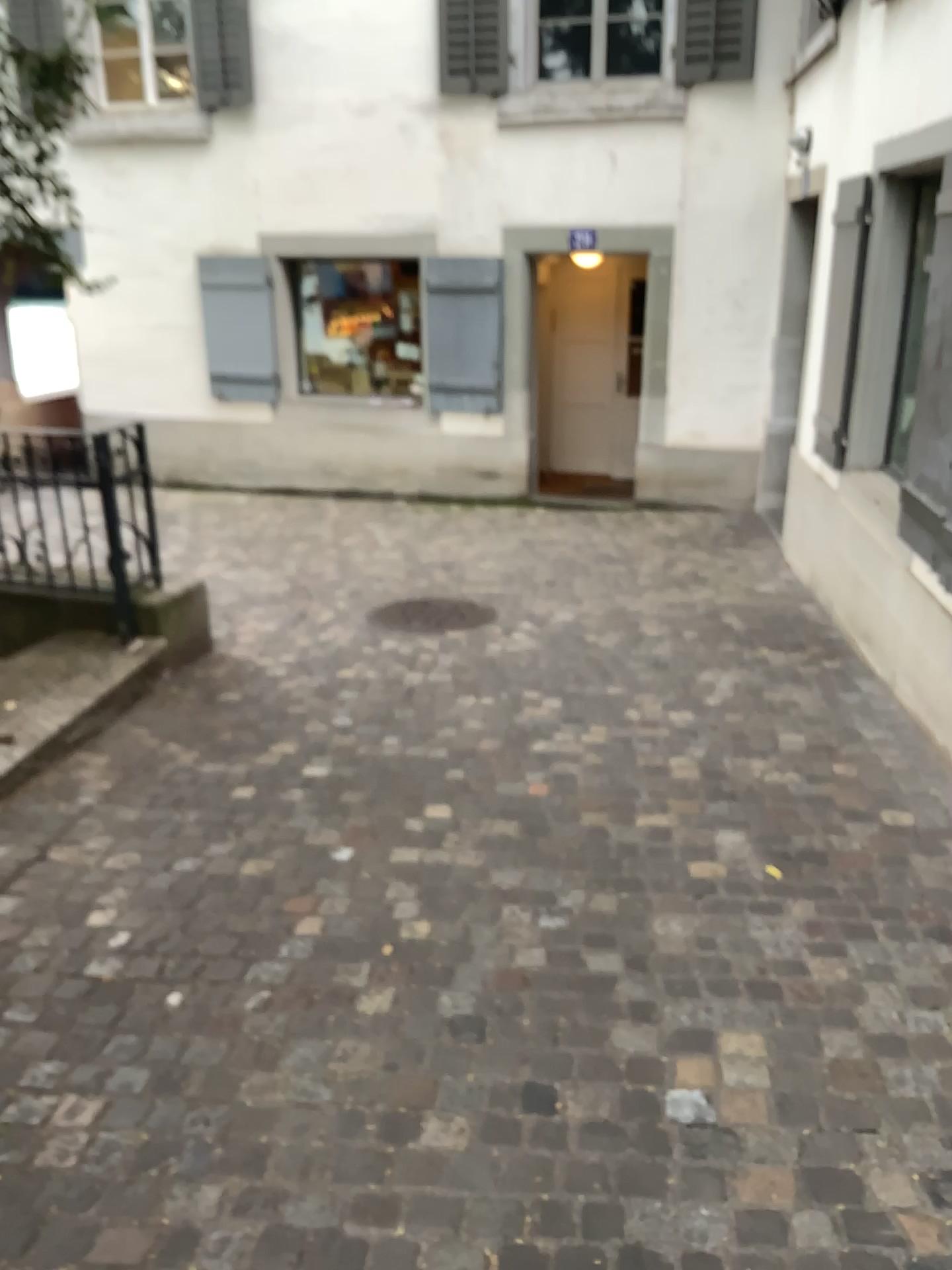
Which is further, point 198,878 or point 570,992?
point 198,878
